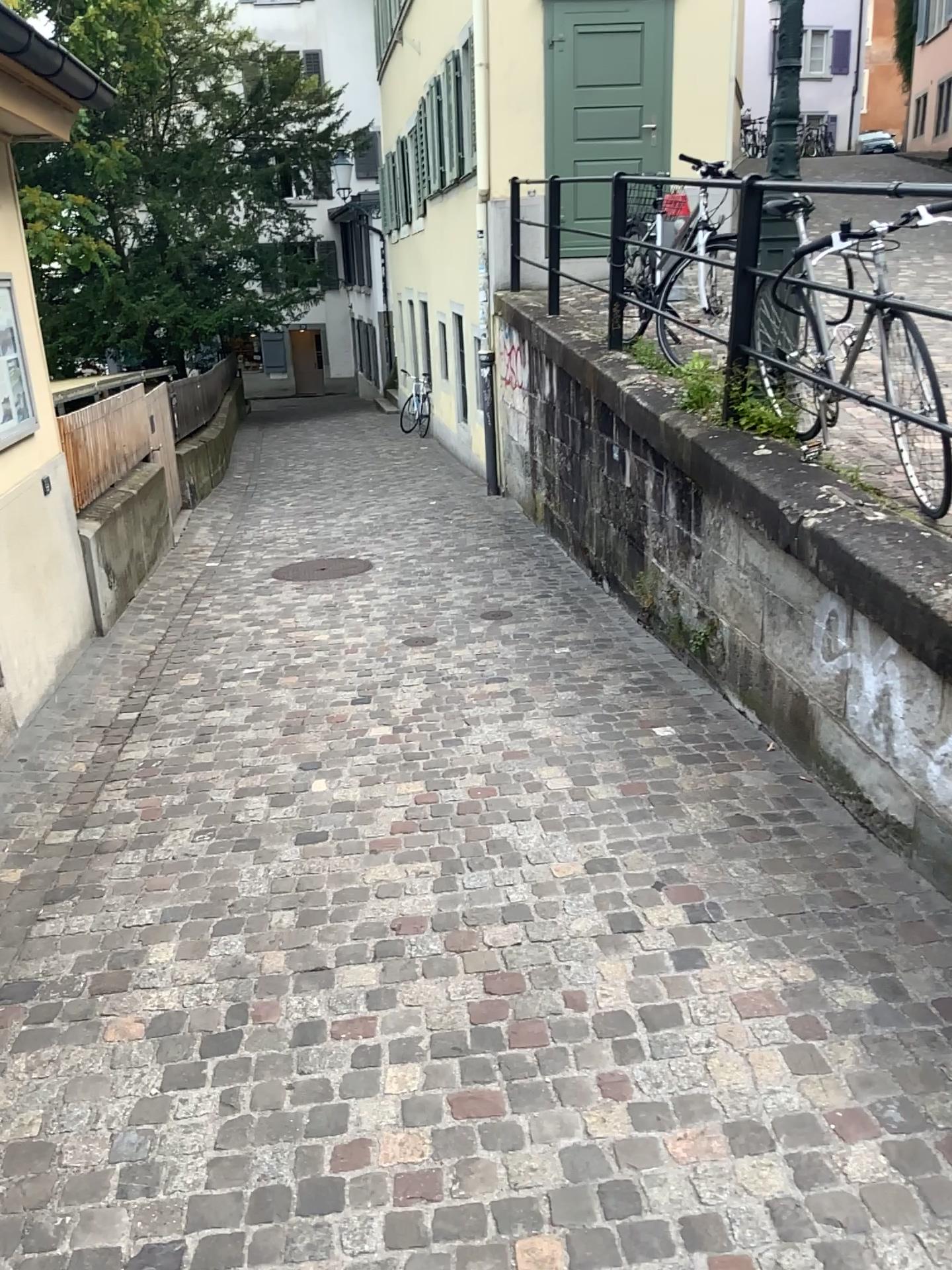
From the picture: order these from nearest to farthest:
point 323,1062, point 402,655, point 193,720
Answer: point 323,1062 < point 193,720 < point 402,655
